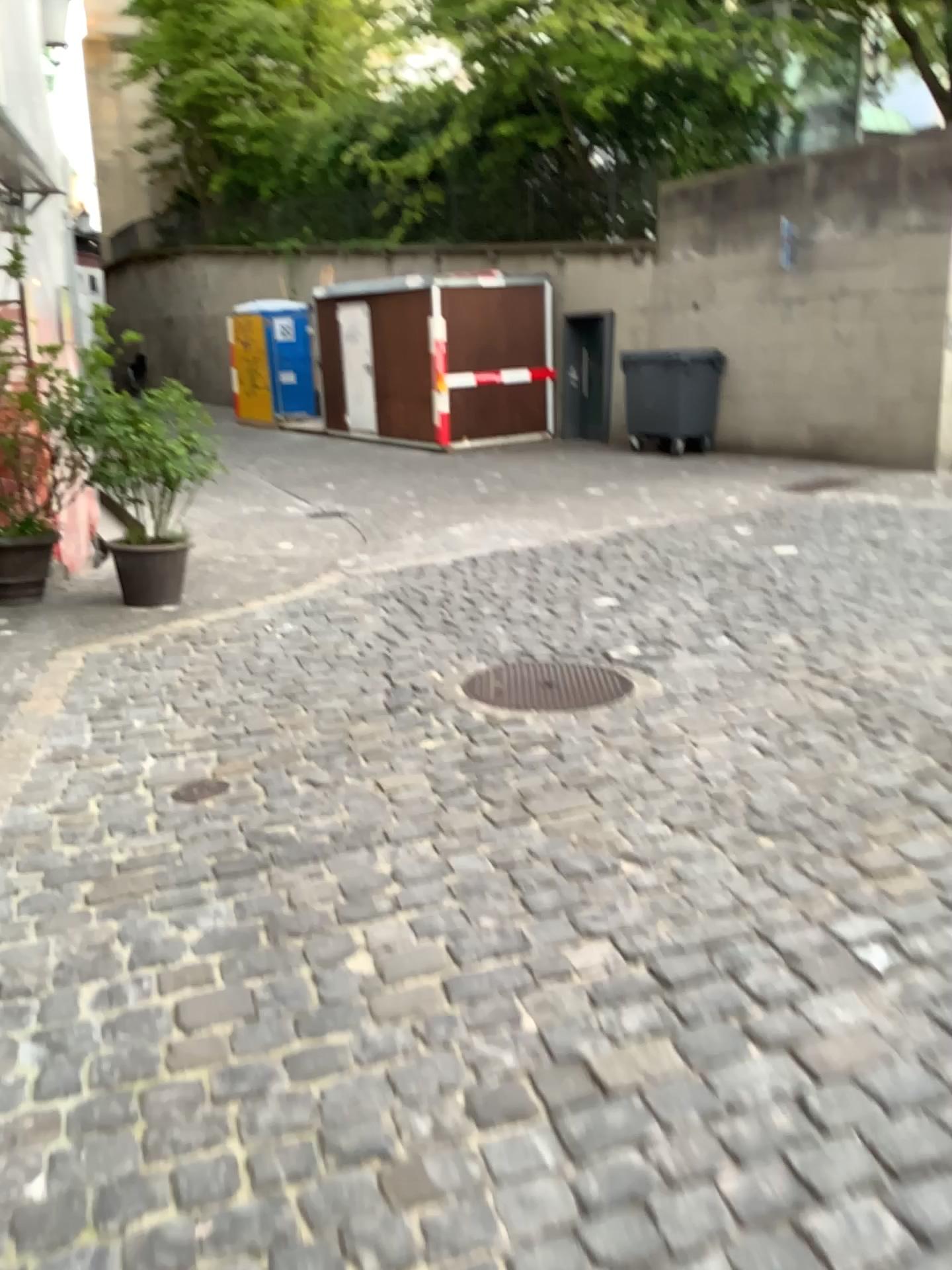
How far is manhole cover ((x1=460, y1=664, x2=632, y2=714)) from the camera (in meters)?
4.23

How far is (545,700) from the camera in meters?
4.2 m

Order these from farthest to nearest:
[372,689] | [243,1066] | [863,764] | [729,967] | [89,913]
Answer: [372,689]
[863,764]
[89,913]
[729,967]
[243,1066]
